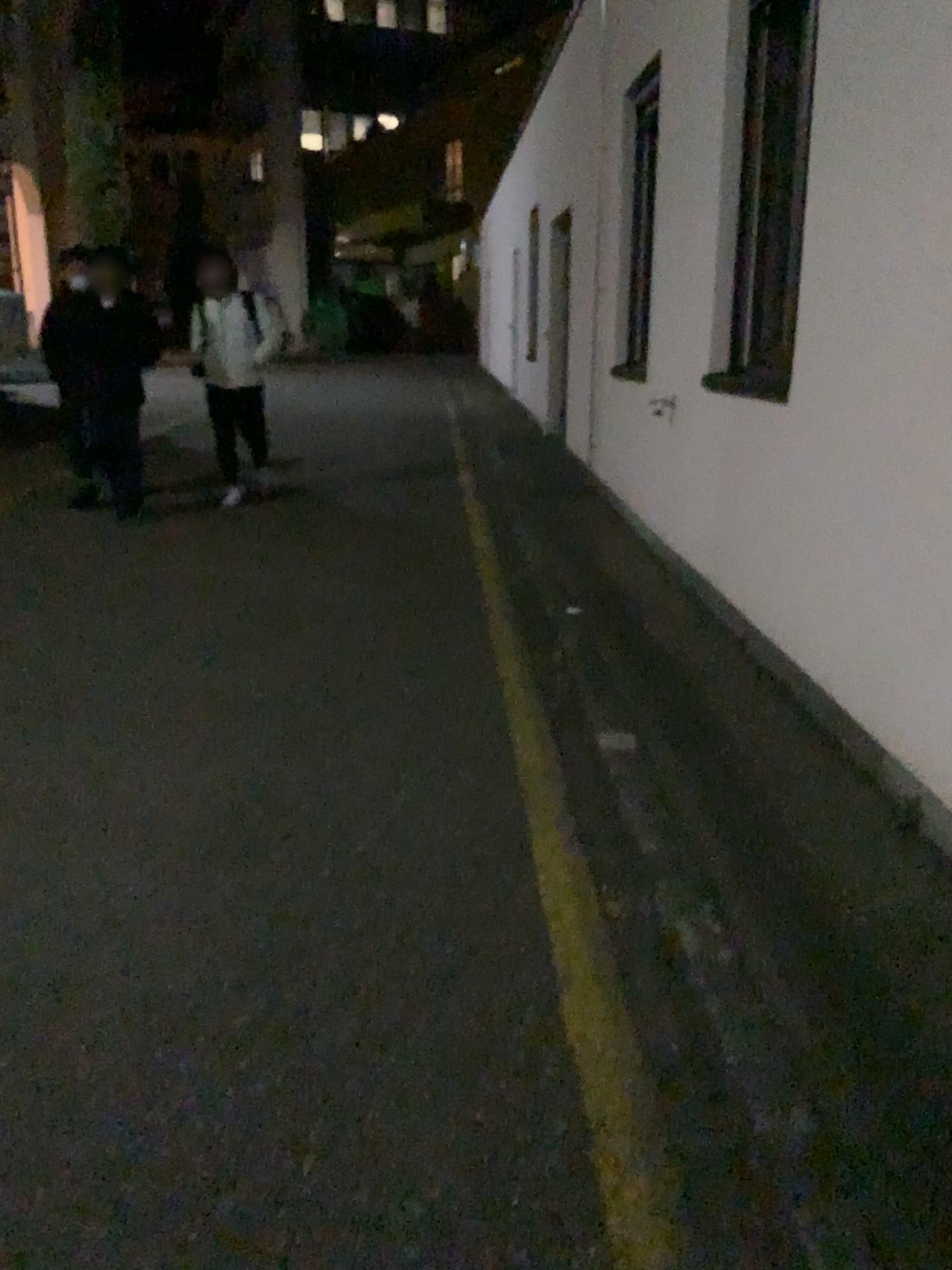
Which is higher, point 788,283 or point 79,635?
point 788,283
